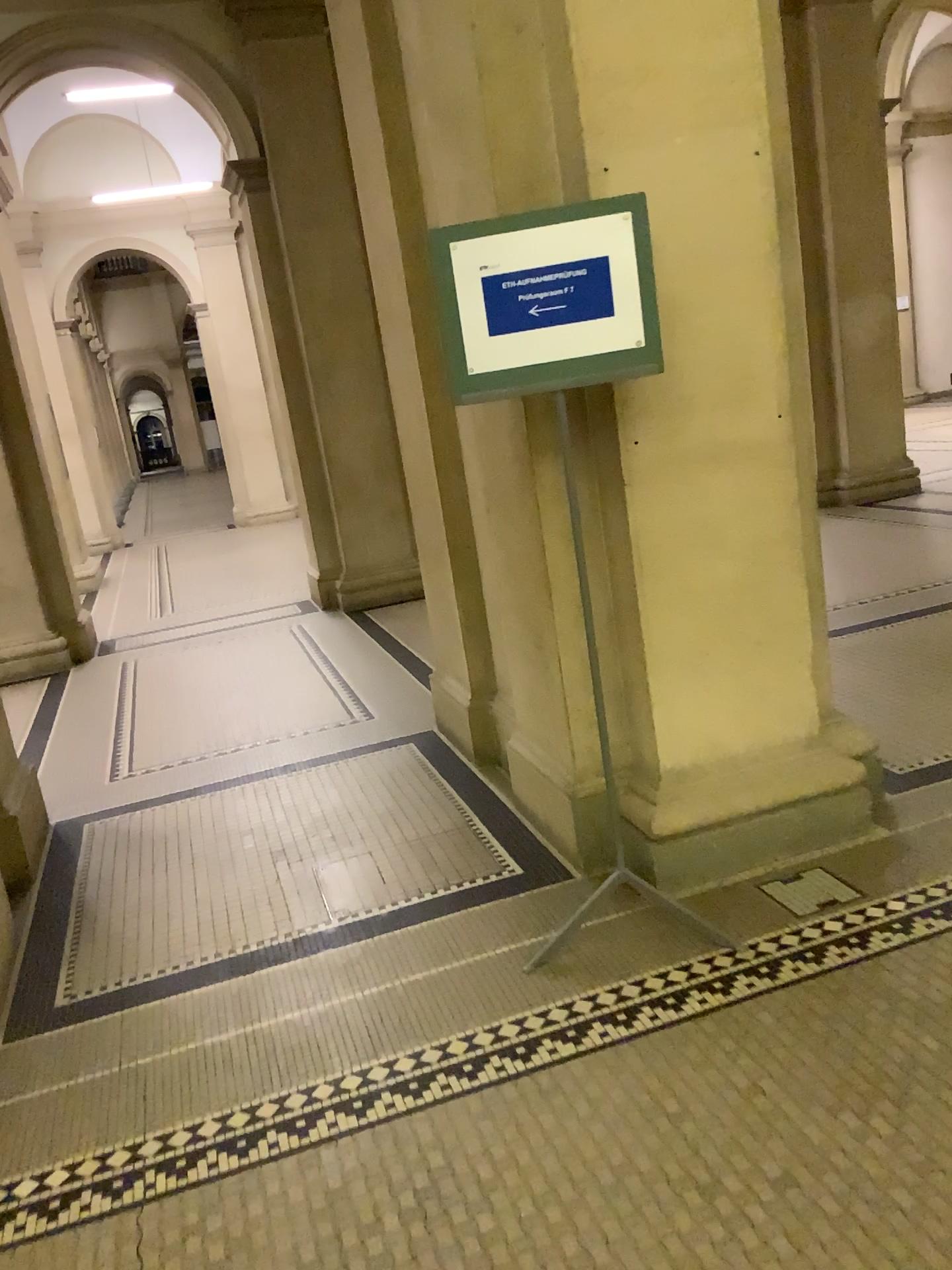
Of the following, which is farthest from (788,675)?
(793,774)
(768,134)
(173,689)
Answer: (173,689)

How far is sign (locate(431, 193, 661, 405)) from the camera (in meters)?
2.40

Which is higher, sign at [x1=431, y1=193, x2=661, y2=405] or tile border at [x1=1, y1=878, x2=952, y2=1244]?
sign at [x1=431, y1=193, x2=661, y2=405]

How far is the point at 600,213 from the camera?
2.40m

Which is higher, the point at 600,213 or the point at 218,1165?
the point at 600,213
